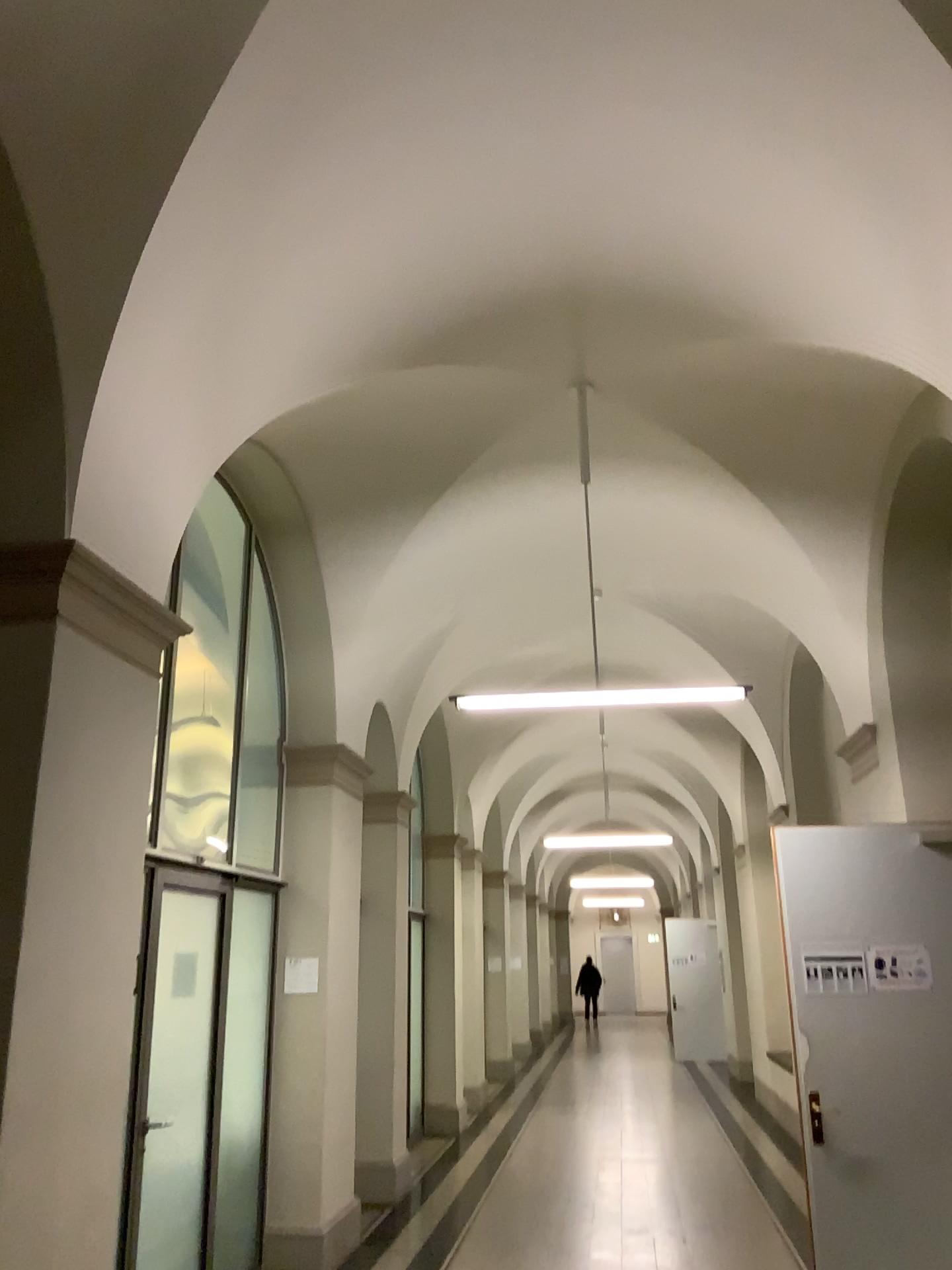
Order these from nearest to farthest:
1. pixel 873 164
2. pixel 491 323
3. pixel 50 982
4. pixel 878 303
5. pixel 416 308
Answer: pixel 50 982 → pixel 873 164 → pixel 878 303 → pixel 416 308 → pixel 491 323
